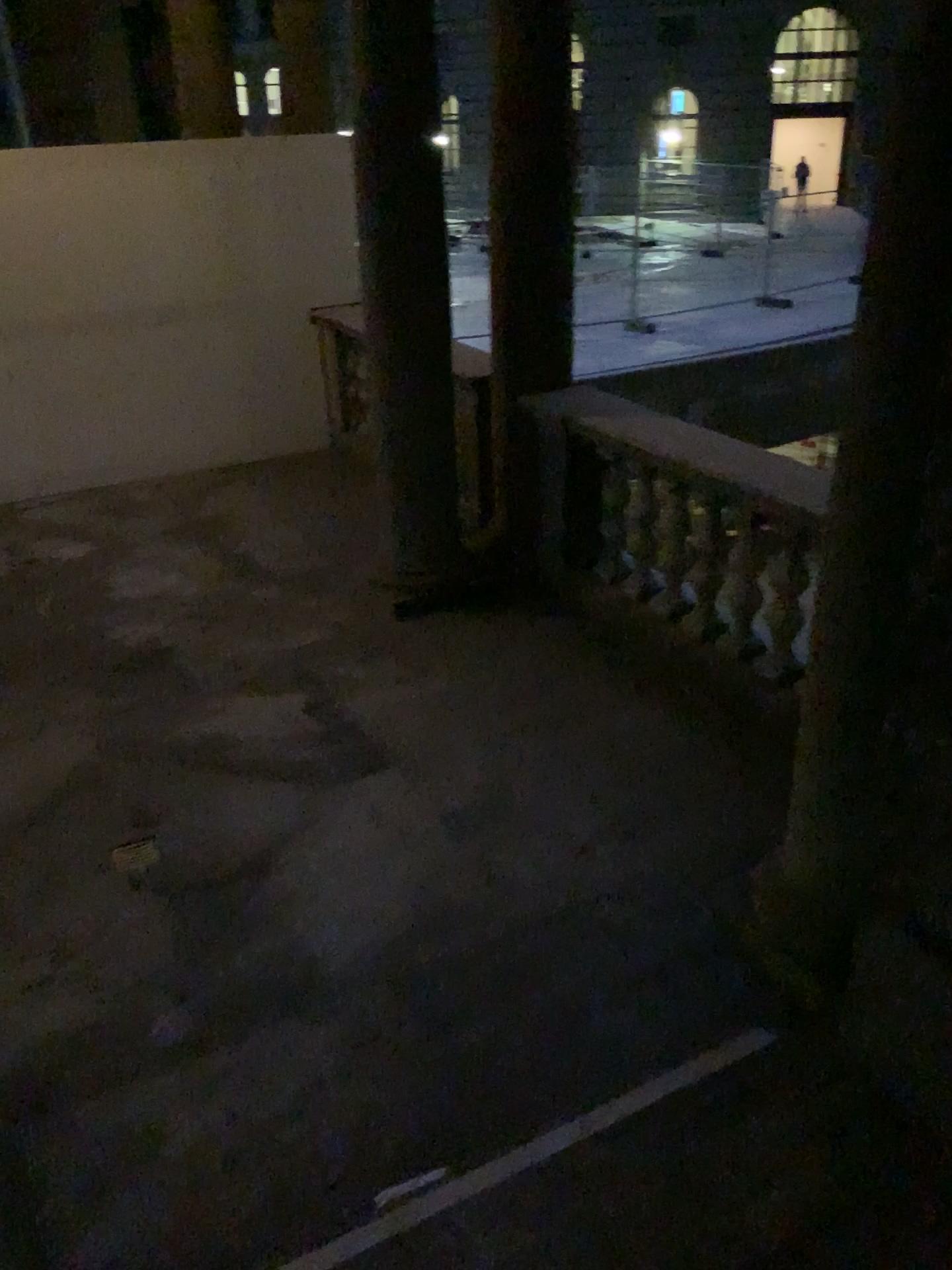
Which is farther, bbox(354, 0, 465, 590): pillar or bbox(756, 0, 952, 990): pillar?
bbox(354, 0, 465, 590): pillar

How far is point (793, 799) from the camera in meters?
2.9

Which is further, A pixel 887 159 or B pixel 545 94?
B pixel 545 94

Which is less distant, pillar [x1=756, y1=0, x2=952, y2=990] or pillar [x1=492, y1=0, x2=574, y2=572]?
pillar [x1=756, y1=0, x2=952, y2=990]

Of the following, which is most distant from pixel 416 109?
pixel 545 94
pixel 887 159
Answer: pixel 887 159

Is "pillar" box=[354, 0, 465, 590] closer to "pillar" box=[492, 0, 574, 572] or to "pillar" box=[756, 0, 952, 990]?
"pillar" box=[492, 0, 574, 572]

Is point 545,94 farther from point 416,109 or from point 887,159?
point 887,159

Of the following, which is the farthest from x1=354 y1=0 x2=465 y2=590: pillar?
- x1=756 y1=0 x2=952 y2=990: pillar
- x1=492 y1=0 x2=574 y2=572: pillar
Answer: x1=756 y1=0 x2=952 y2=990: pillar
